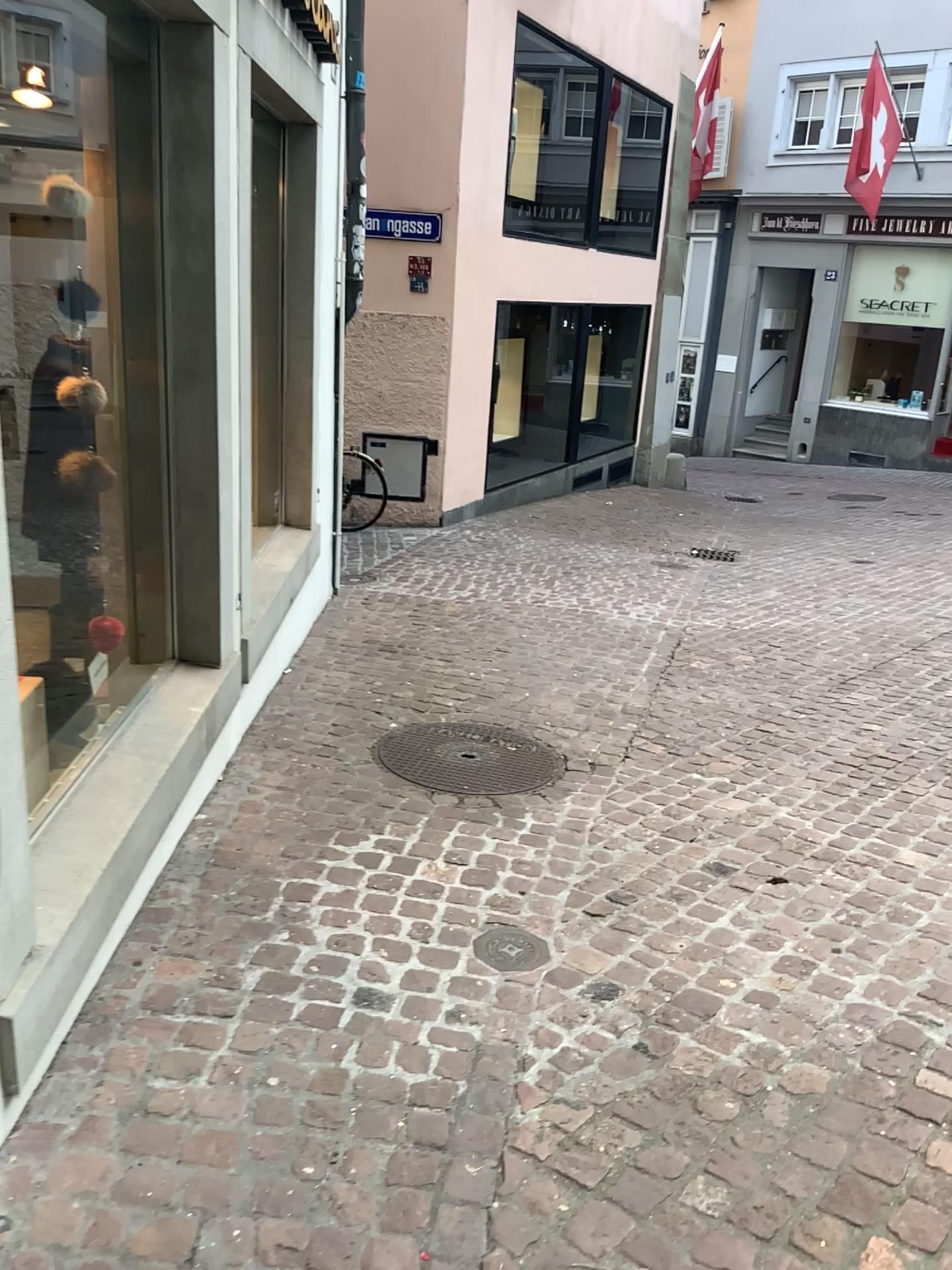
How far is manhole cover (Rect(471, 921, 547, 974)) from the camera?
2.6m

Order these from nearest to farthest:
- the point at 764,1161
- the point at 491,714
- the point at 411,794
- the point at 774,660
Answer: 1. the point at 764,1161
2. the point at 411,794
3. the point at 491,714
4. the point at 774,660

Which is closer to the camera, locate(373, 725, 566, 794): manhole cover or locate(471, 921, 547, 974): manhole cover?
locate(471, 921, 547, 974): manhole cover

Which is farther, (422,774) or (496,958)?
(422,774)

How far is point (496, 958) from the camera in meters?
2.6
